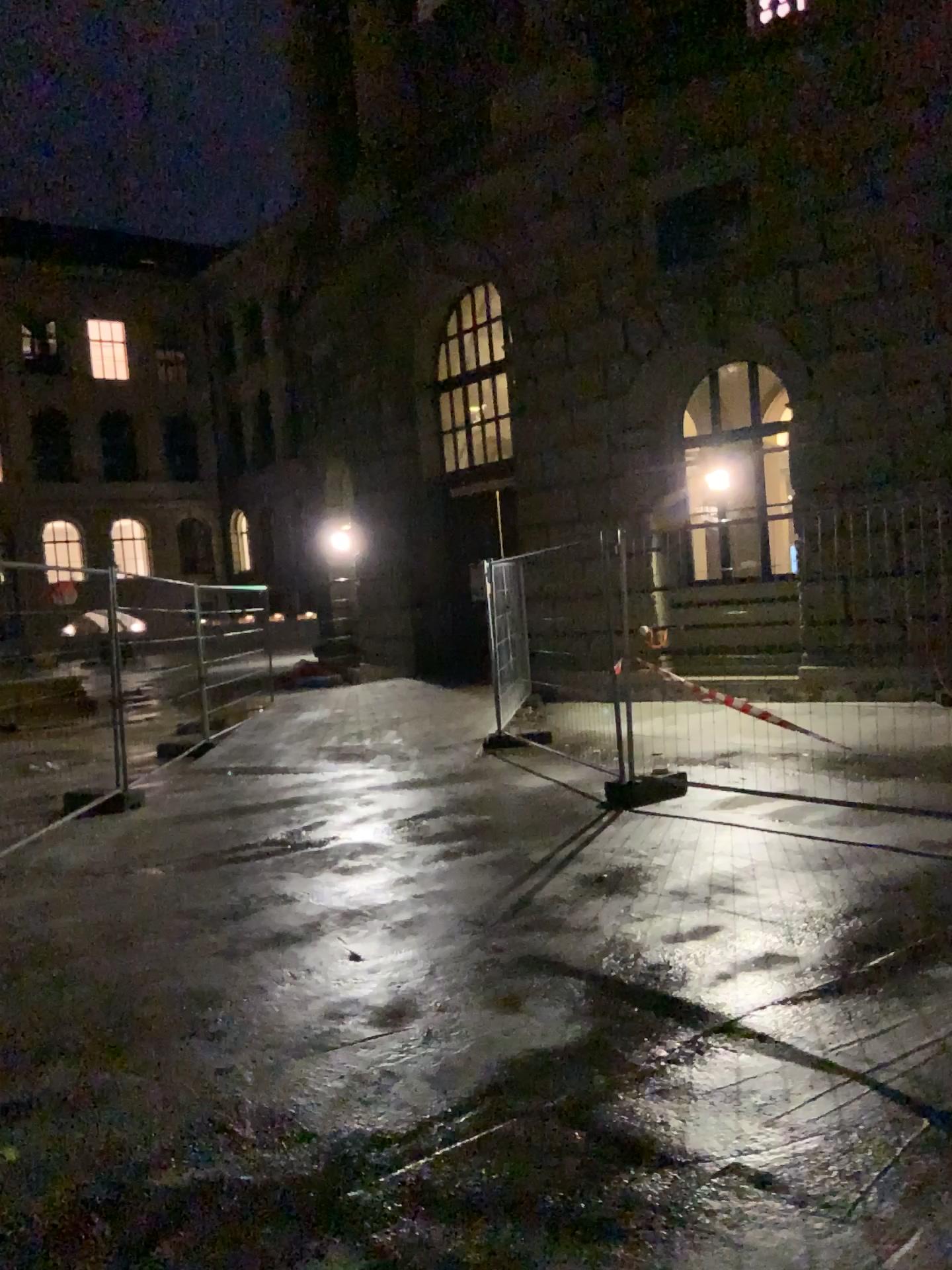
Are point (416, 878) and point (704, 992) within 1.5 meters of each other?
no
